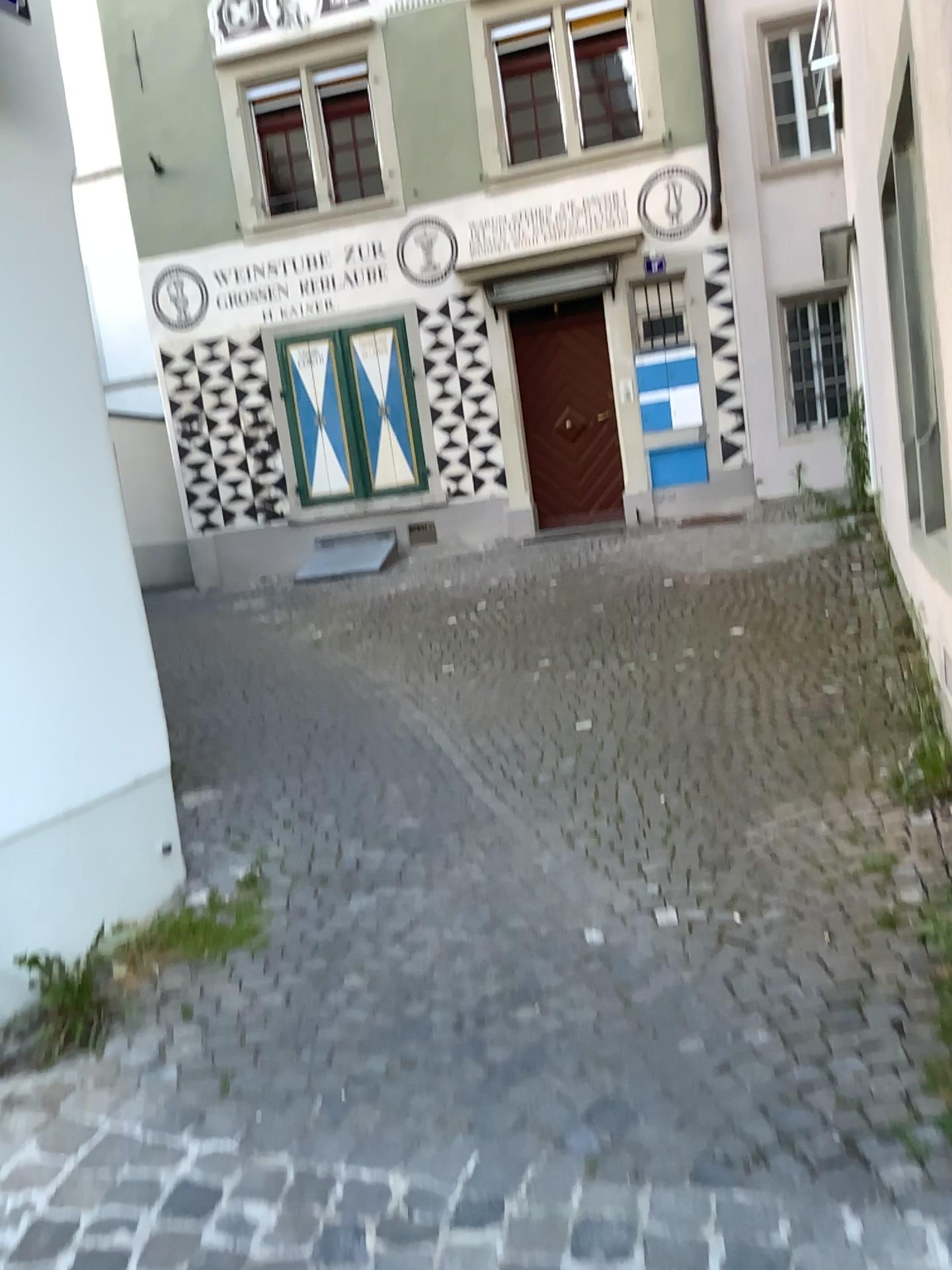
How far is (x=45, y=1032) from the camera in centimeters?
232cm

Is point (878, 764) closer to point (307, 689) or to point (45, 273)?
point (307, 689)

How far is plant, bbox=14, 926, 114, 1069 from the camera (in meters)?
2.32
